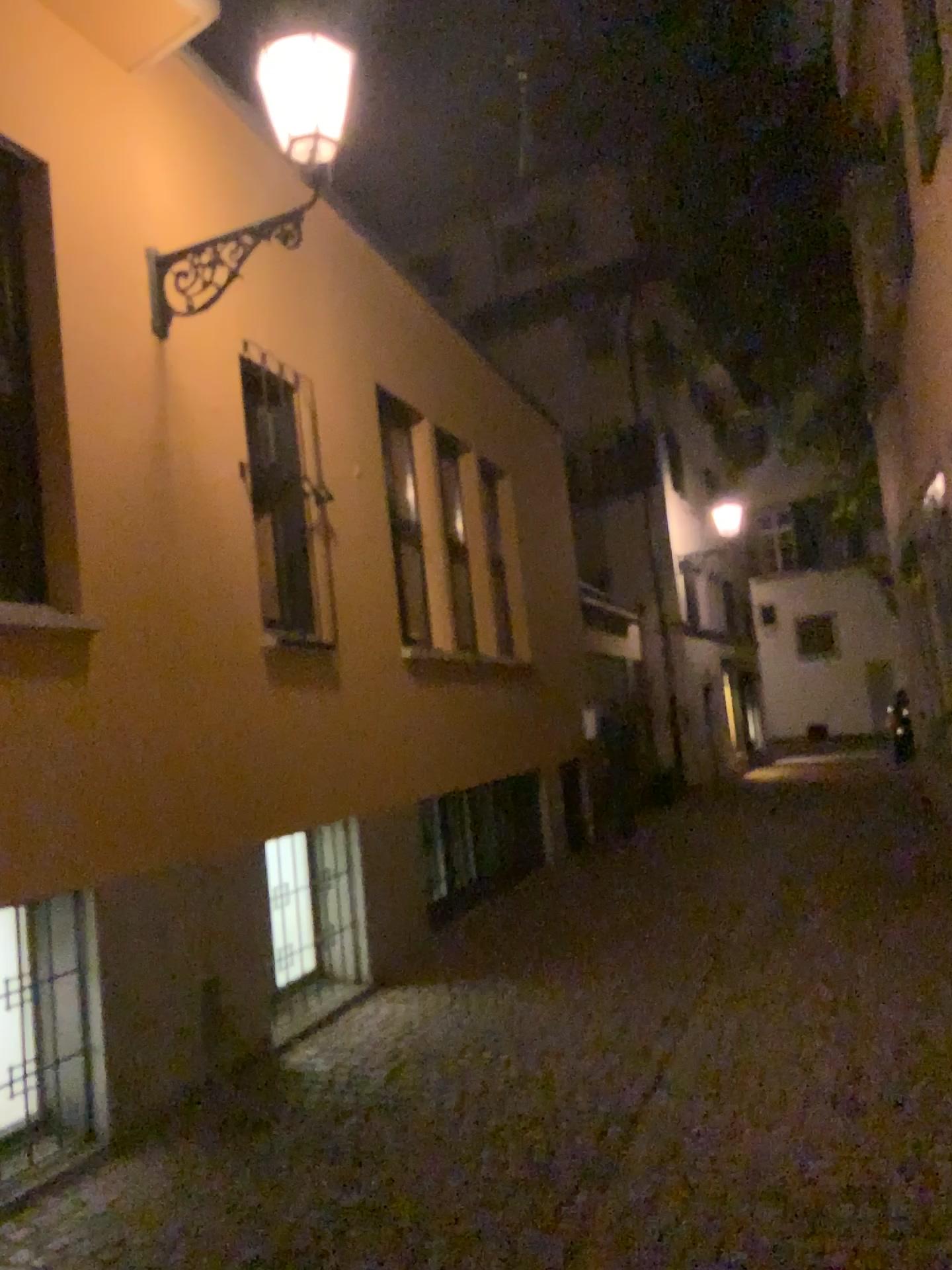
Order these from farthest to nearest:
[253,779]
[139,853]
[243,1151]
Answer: [253,779], [139,853], [243,1151]
